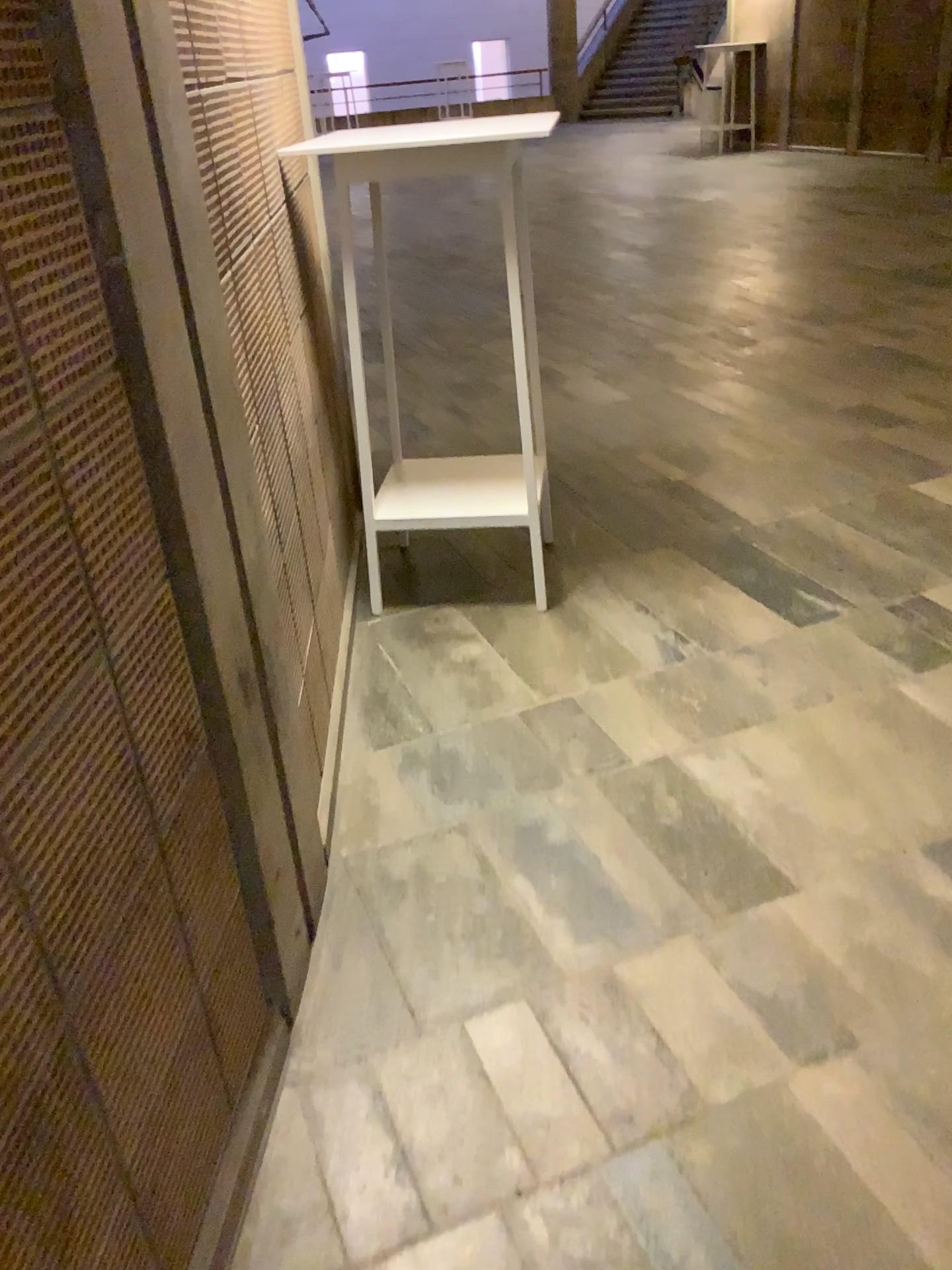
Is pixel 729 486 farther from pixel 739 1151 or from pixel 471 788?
pixel 739 1151
